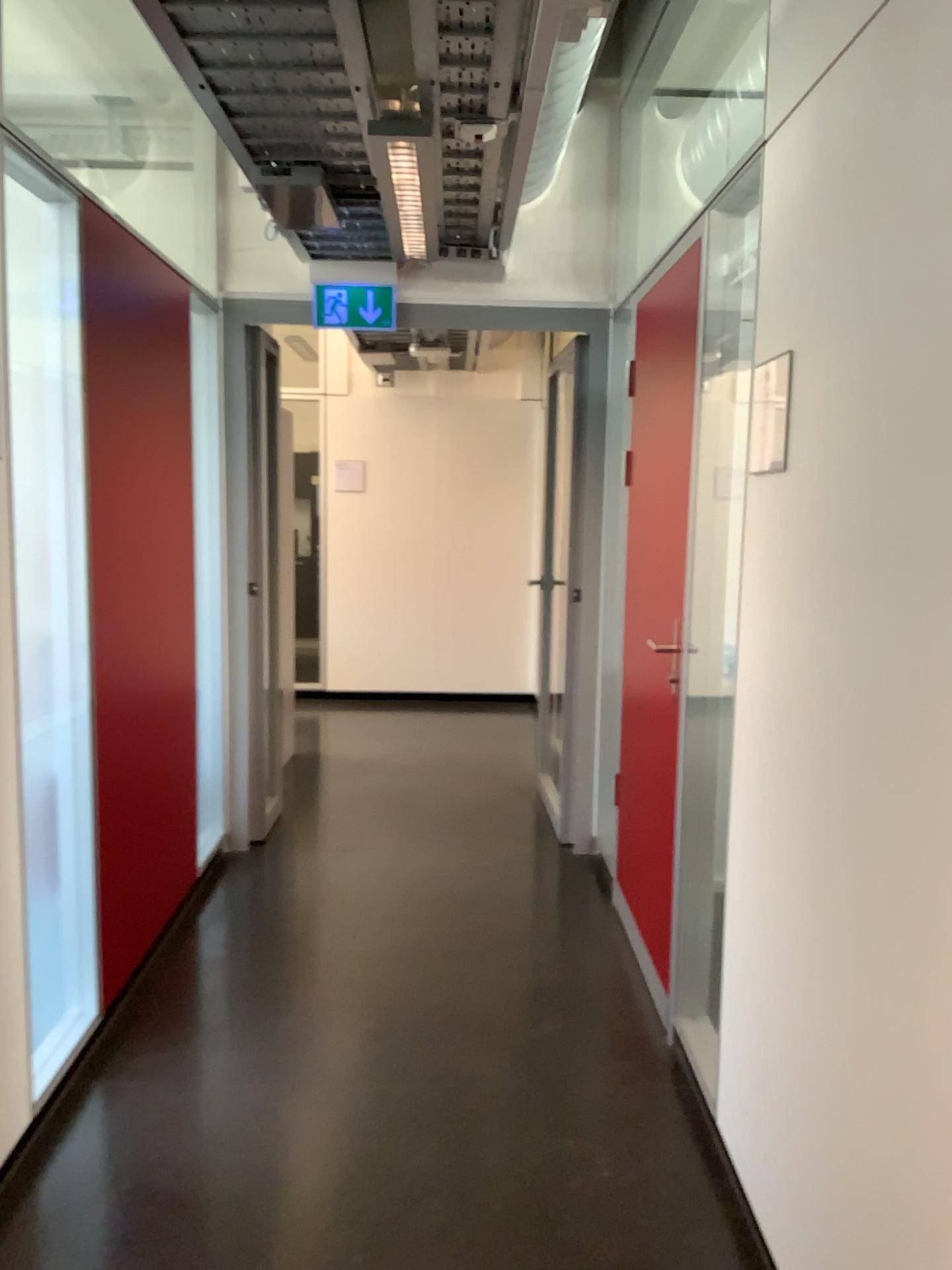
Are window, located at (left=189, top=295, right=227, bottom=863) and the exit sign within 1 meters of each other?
yes

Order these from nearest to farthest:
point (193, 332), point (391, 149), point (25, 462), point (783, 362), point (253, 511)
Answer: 1. point (783, 362)
2. point (25, 462)
3. point (391, 149)
4. point (193, 332)
5. point (253, 511)

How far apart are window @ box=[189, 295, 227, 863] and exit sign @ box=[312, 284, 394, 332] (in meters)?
0.44

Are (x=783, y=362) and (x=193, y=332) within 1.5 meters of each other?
no

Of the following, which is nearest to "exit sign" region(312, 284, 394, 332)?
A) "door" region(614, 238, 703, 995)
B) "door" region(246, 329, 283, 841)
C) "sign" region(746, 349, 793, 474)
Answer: "door" region(246, 329, 283, 841)

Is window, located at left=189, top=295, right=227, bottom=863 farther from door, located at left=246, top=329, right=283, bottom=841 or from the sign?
the sign

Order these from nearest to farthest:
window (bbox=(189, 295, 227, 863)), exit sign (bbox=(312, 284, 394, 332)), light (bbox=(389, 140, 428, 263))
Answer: light (bbox=(389, 140, 428, 263)), window (bbox=(189, 295, 227, 863)), exit sign (bbox=(312, 284, 394, 332))

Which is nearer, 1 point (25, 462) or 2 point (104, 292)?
1 point (25, 462)

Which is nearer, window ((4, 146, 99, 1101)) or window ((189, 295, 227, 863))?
window ((4, 146, 99, 1101))

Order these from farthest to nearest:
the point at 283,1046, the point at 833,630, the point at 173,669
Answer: the point at 173,669 → the point at 283,1046 → the point at 833,630
